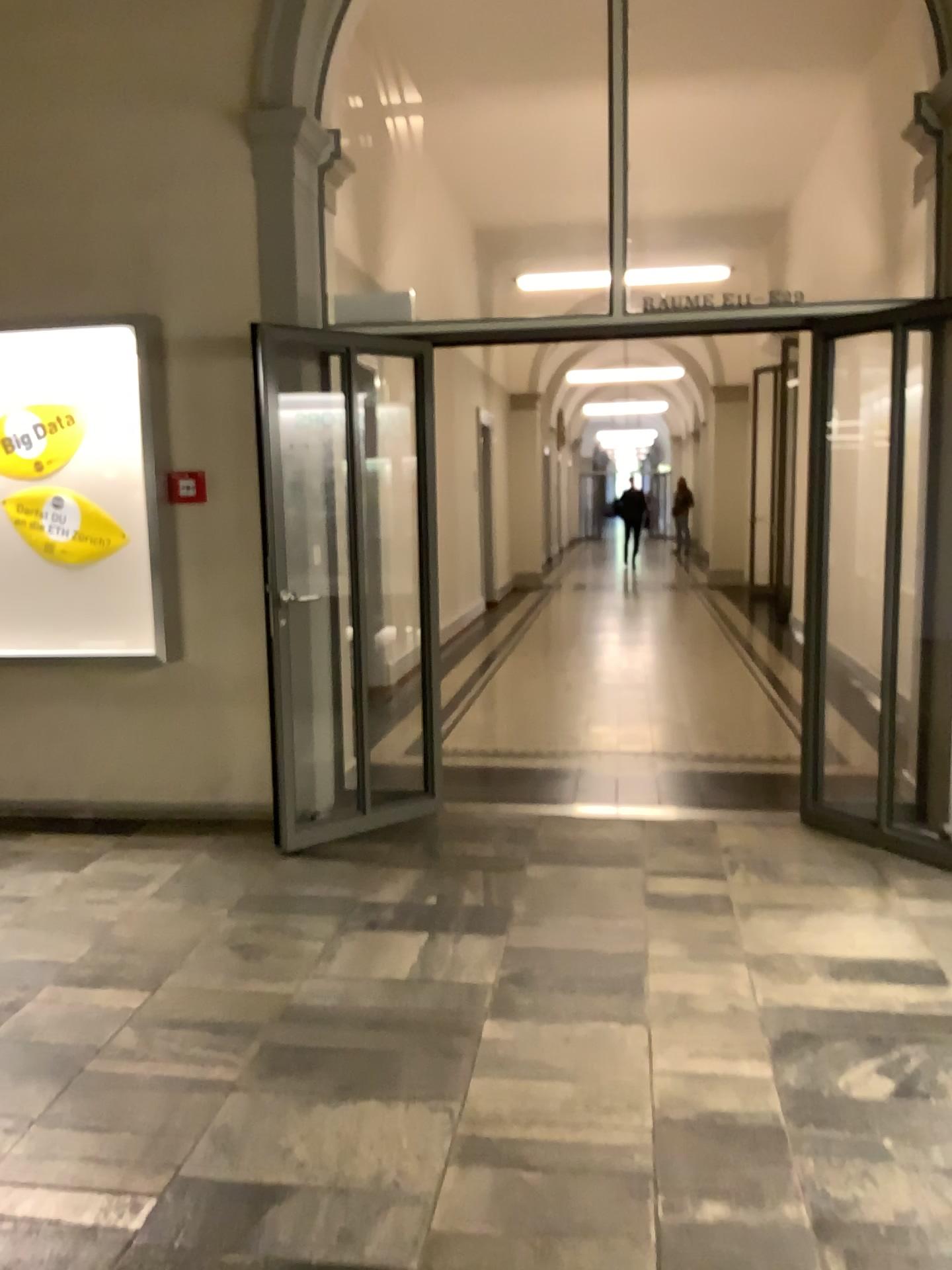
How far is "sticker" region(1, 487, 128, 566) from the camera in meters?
4.7 m

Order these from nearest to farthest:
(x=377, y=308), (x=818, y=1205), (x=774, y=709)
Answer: (x=818, y=1205) → (x=377, y=308) → (x=774, y=709)

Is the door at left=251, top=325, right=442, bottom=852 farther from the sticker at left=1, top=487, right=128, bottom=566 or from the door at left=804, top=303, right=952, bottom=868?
the door at left=804, top=303, right=952, bottom=868

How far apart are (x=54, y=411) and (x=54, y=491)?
0.35m

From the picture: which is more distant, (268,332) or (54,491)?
(54,491)

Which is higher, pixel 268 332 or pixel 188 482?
pixel 268 332

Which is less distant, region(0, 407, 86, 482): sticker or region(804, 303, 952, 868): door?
region(804, 303, 952, 868): door

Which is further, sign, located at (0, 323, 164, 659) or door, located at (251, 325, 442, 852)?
sign, located at (0, 323, 164, 659)

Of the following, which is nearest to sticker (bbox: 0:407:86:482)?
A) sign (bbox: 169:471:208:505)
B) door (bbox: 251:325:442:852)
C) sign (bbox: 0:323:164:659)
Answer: sign (bbox: 0:323:164:659)

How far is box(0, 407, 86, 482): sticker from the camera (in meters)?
4.68
